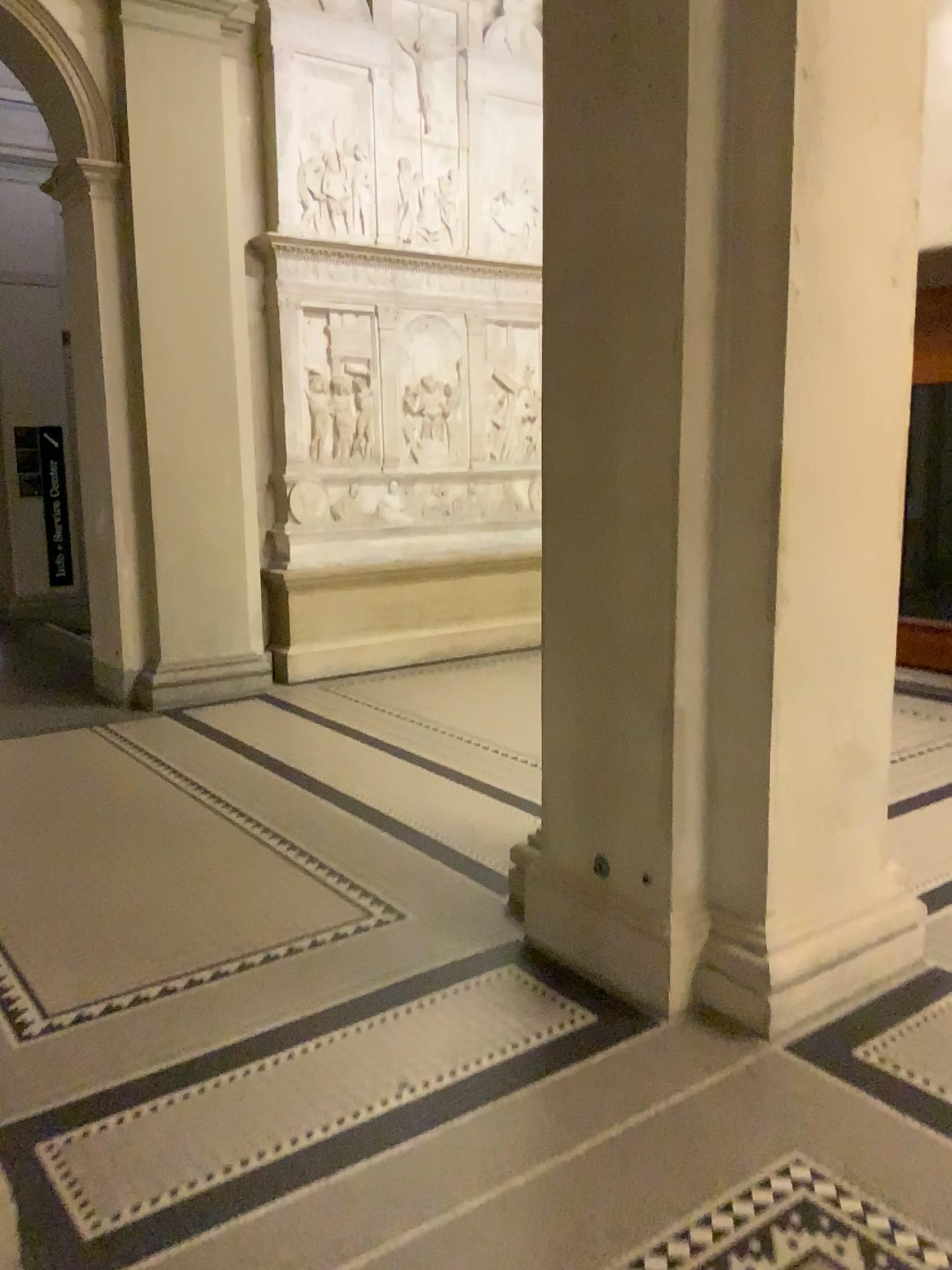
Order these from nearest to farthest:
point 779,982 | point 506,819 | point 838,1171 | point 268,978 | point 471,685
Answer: point 838,1171, point 779,982, point 268,978, point 506,819, point 471,685
